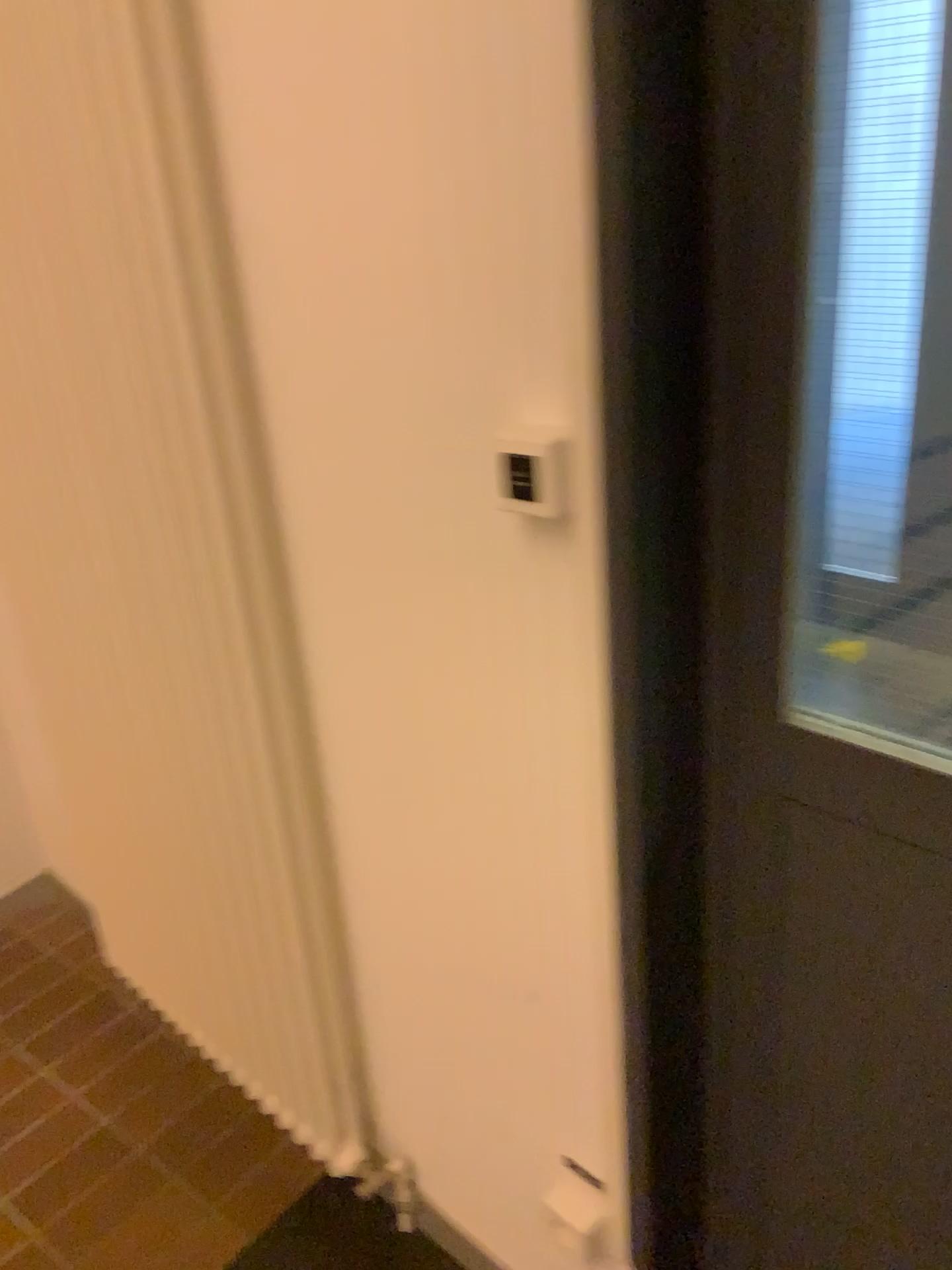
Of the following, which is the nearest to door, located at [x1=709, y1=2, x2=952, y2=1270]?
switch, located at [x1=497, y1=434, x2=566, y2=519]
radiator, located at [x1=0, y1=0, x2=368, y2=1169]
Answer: switch, located at [x1=497, y1=434, x2=566, y2=519]

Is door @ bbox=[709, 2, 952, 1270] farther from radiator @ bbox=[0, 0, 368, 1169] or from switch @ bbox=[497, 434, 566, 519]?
radiator @ bbox=[0, 0, 368, 1169]

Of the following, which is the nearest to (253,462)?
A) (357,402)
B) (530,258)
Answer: (357,402)

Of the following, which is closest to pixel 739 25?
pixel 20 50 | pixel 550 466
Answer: pixel 550 466

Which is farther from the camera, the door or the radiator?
the radiator

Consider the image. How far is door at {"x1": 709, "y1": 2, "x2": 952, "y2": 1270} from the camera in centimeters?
79cm

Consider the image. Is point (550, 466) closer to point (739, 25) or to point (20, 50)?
point (739, 25)

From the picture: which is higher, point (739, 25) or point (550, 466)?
point (739, 25)
